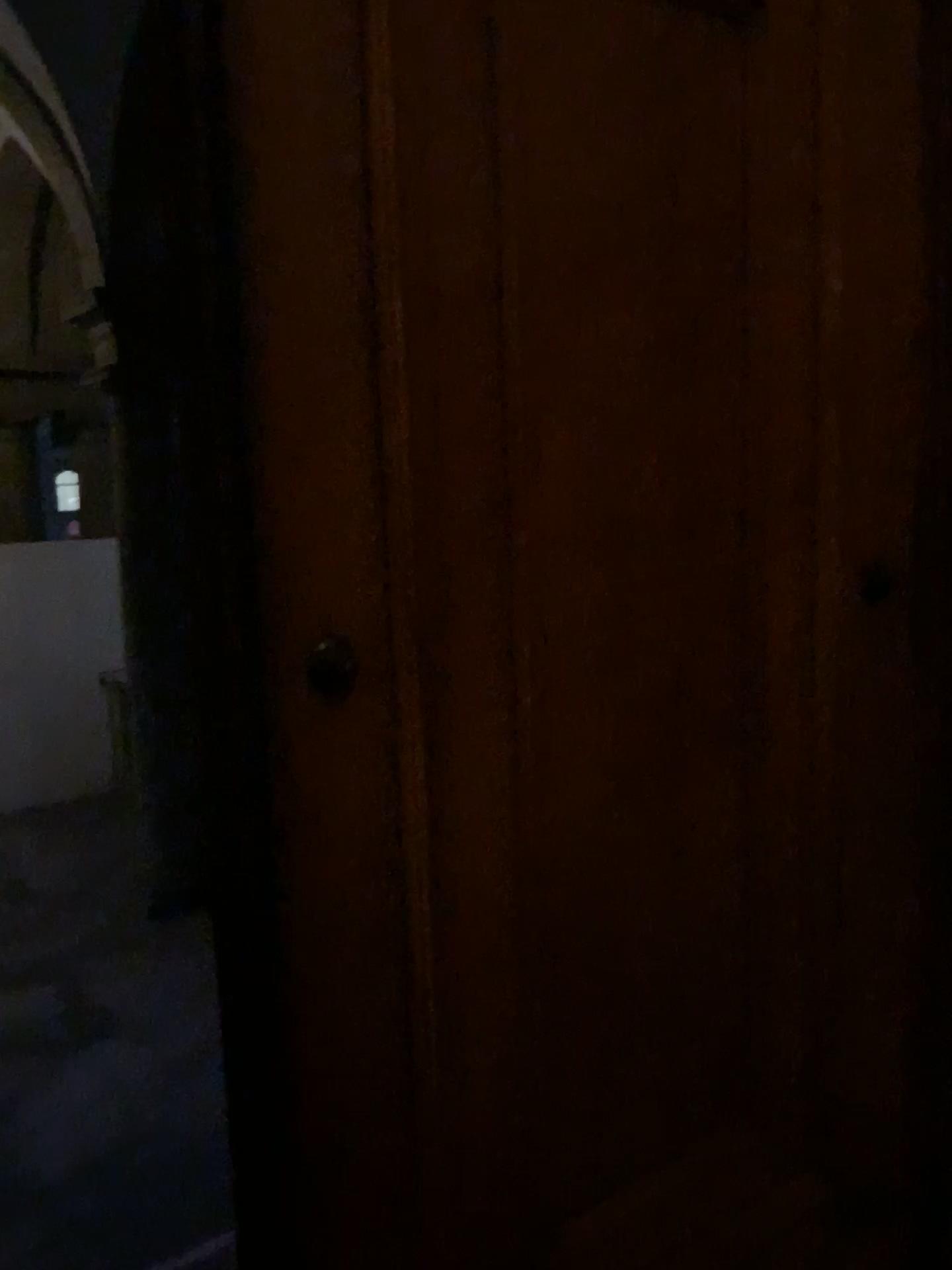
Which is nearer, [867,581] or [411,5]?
[411,5]

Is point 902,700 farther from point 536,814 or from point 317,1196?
point 317,1196

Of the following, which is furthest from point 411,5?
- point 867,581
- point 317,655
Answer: point 867,581

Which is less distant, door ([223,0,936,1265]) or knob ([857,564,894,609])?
door ([223,0,936,1265])

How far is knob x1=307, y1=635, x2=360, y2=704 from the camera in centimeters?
112cm

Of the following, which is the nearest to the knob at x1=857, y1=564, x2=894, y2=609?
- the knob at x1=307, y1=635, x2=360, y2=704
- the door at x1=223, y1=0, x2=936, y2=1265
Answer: the door at x1=223, y1=0, x2=936, y2=1265

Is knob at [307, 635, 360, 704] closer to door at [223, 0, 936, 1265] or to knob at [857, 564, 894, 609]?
door at [223, 0, 936, 1265]

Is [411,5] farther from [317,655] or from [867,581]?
[867,581]
